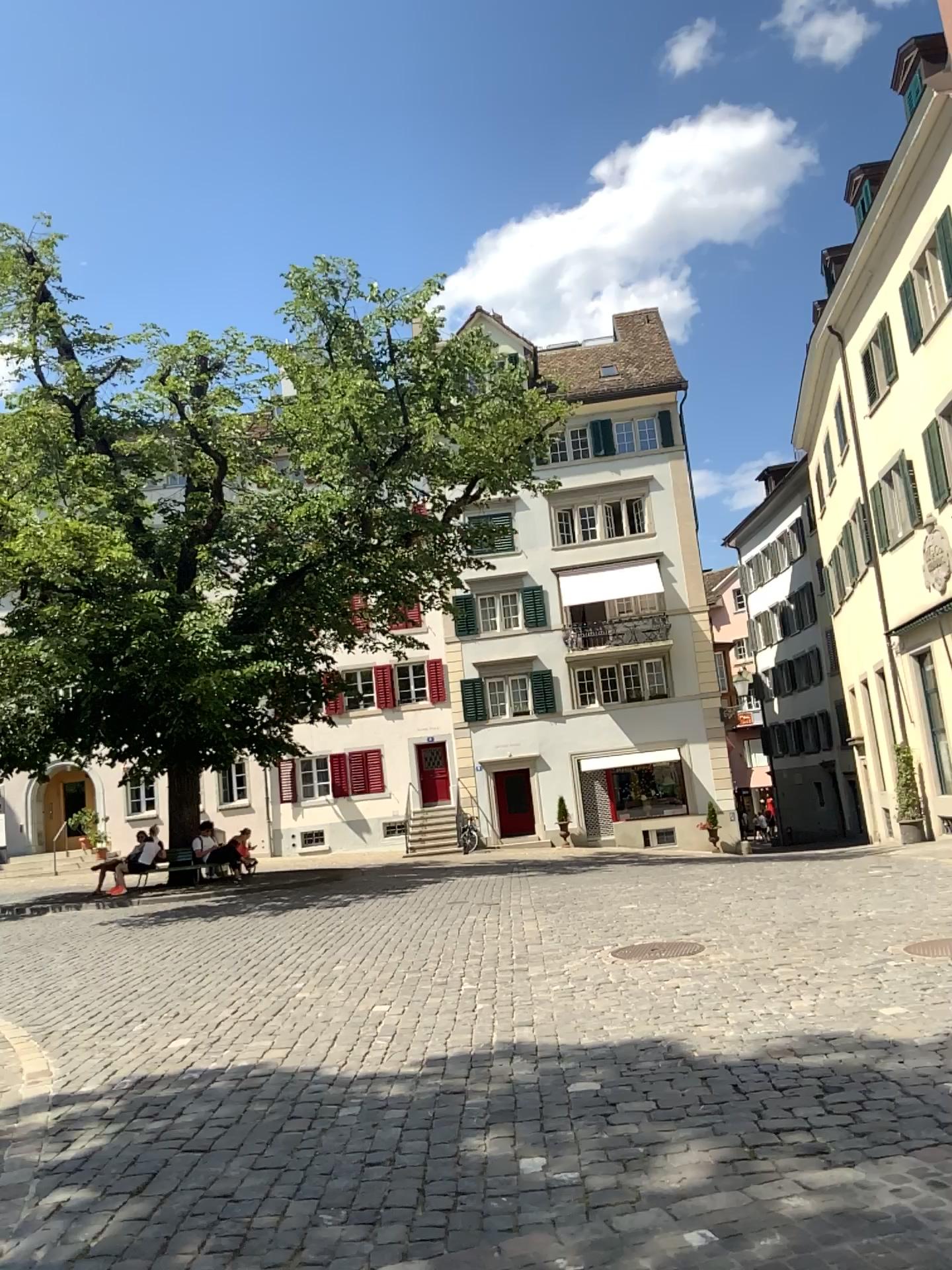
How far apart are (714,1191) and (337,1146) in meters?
1.7
